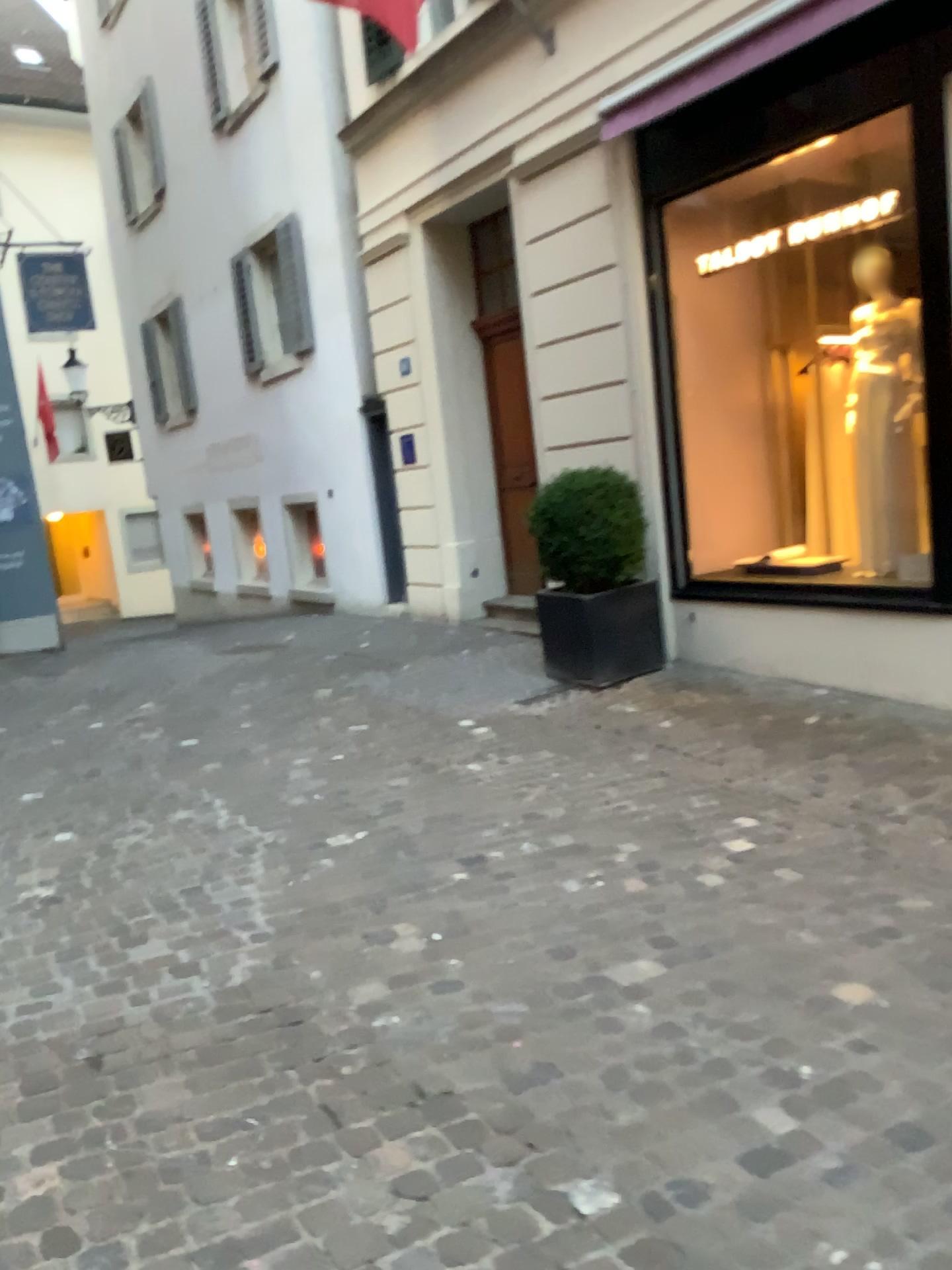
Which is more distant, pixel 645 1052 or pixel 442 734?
pixel 442 734
